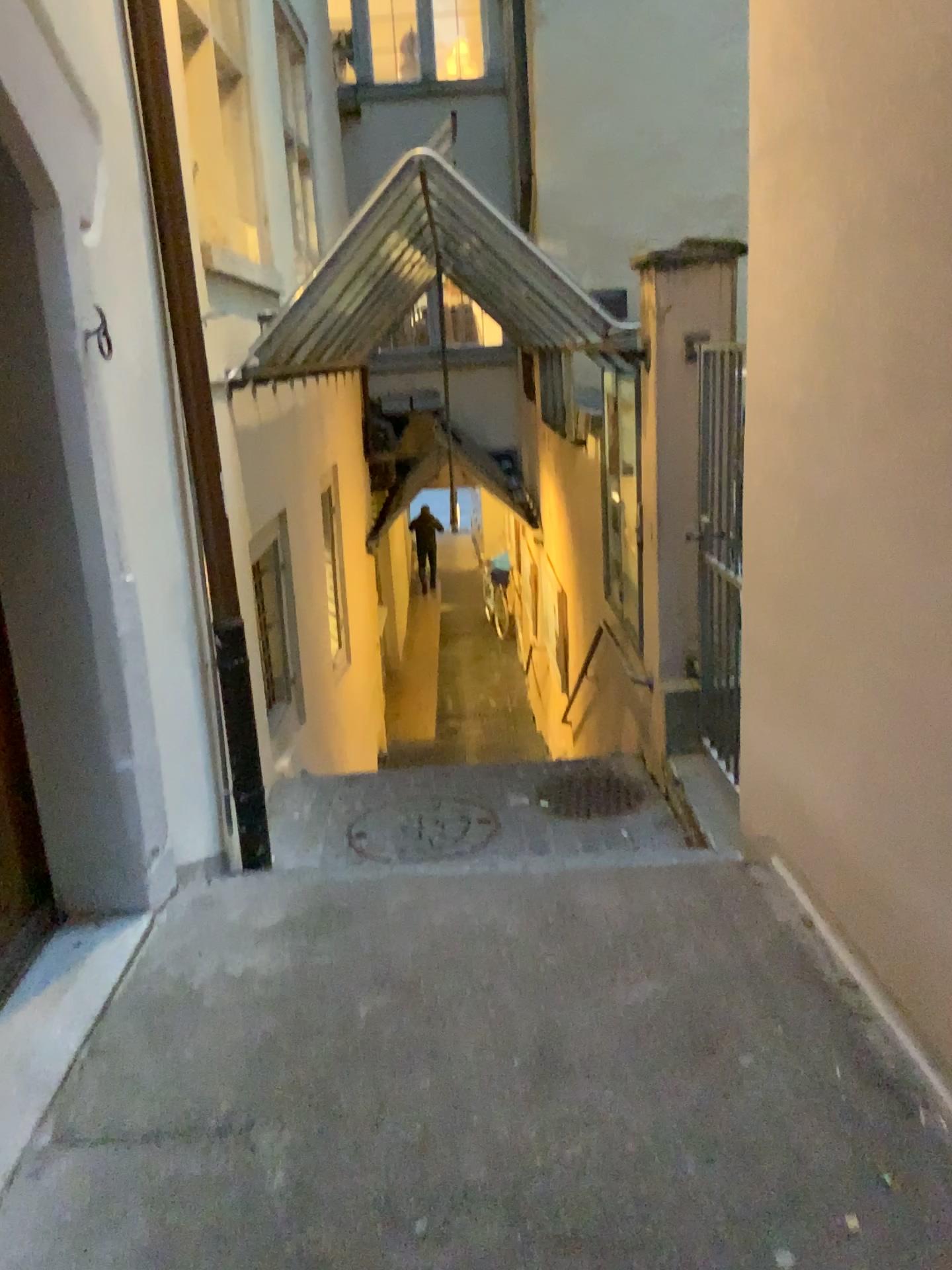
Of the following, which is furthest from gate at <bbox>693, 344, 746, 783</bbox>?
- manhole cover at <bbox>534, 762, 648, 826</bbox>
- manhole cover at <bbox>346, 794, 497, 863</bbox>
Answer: manhole cover at <bbox>346, 794, 497, 863</bbox>

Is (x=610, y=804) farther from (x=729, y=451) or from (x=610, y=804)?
(x=729, y=451)

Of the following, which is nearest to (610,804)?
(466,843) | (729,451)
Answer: (466,843)

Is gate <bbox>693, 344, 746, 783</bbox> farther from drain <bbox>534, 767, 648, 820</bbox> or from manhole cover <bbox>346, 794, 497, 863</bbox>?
manhole cover <bbox>346, 794, 497, 863</bbox>

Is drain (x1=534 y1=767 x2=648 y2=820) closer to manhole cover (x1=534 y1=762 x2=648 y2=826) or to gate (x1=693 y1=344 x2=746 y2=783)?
manhole cover (x1=534 y1=762 x2=648 y2=826)

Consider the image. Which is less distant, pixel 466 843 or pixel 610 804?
pixel 466 843

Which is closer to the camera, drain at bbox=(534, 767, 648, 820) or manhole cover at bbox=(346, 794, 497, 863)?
manhole cover at bbox=(346, 794, 497, 863)

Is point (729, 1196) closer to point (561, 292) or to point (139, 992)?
point (139, 992)

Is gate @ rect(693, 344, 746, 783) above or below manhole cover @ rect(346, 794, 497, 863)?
above
